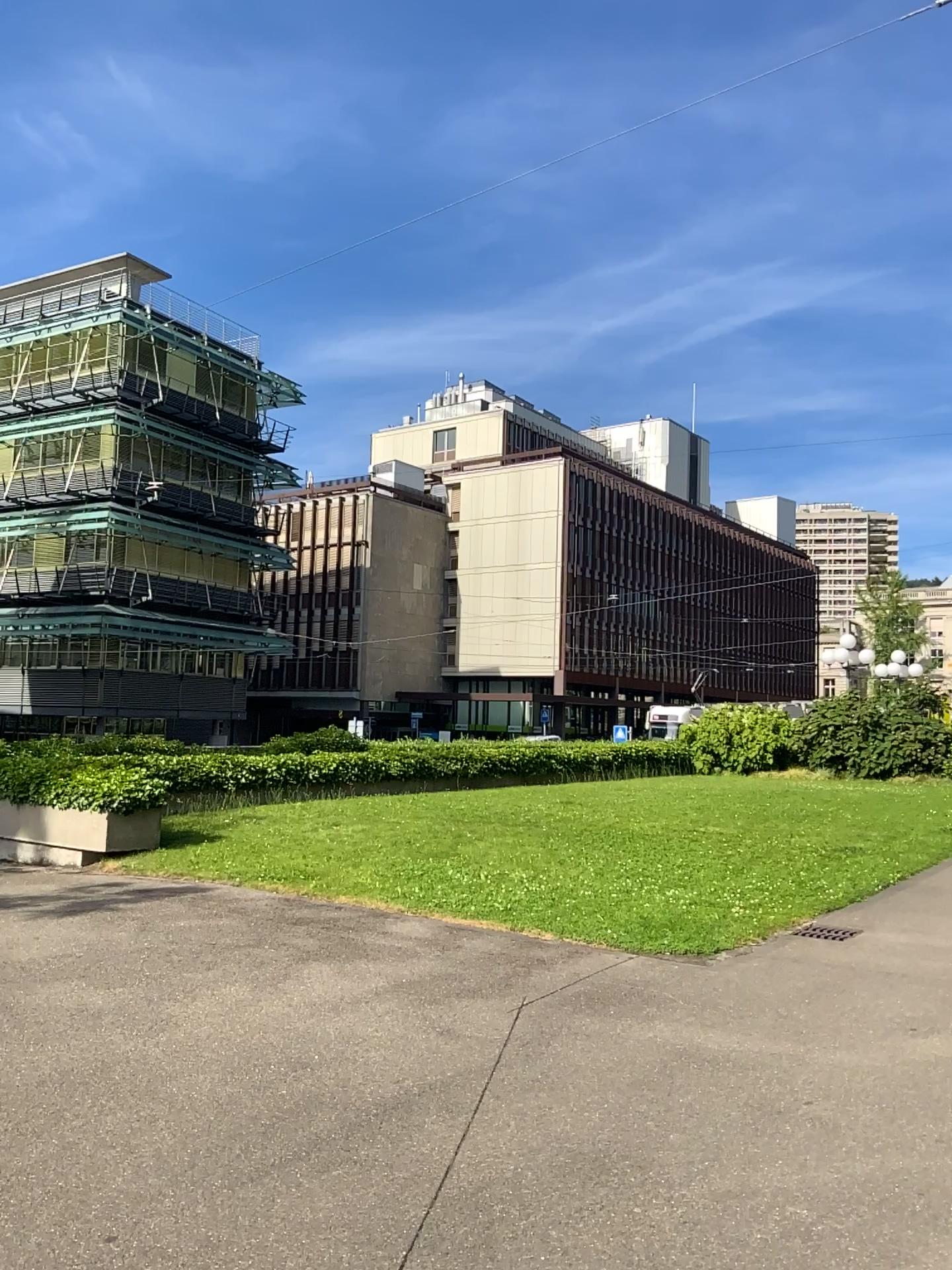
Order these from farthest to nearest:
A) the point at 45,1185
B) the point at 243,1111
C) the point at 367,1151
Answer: the point at 243,1111, the point at 367,1151, the point at 45,1185
